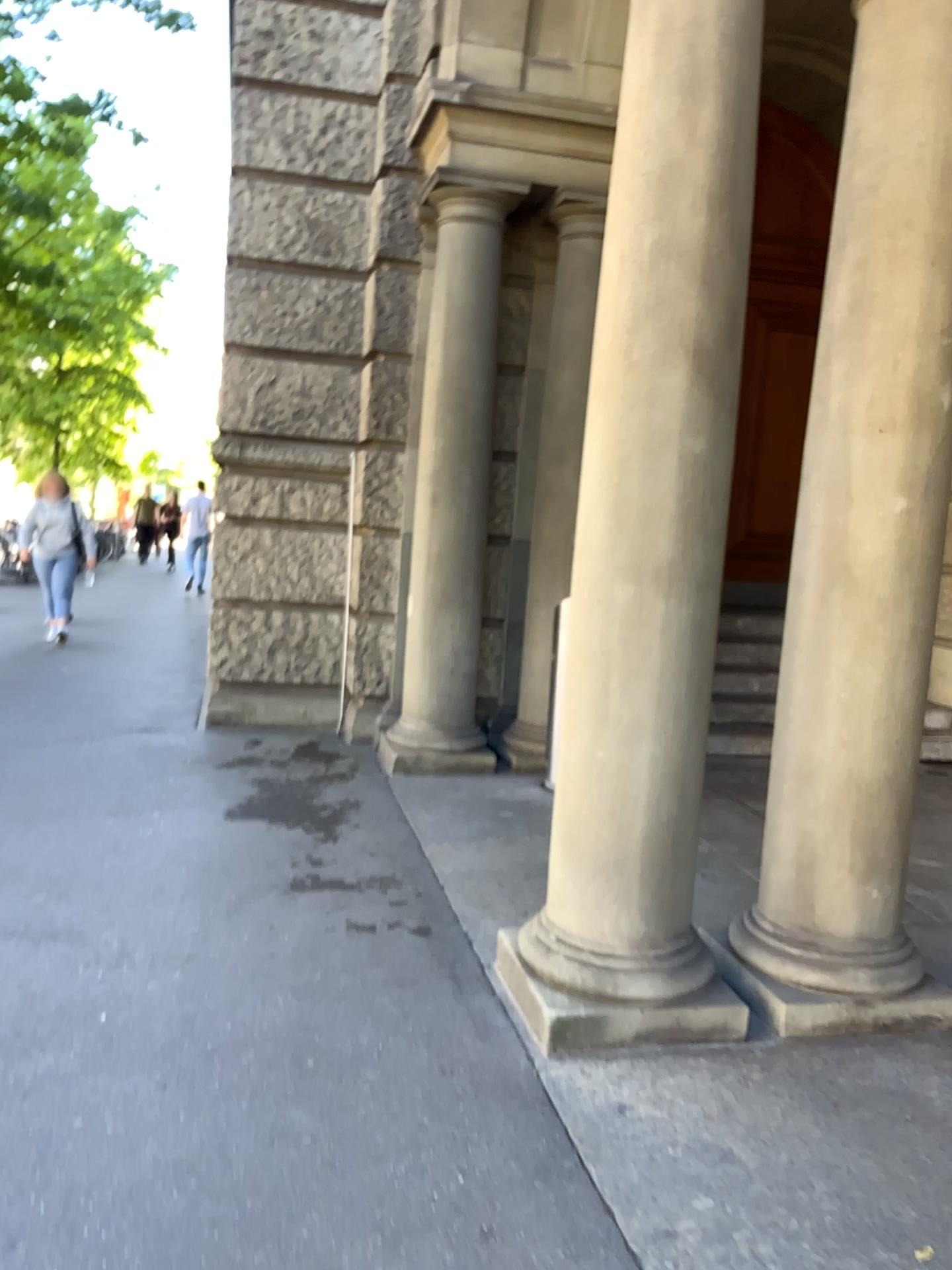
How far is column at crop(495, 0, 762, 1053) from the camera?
2.8m

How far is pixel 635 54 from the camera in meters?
2.8 m

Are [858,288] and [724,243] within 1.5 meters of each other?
yes

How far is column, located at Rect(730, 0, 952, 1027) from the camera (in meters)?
2.90

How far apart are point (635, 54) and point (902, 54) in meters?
0.8 m

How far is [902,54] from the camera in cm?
290
